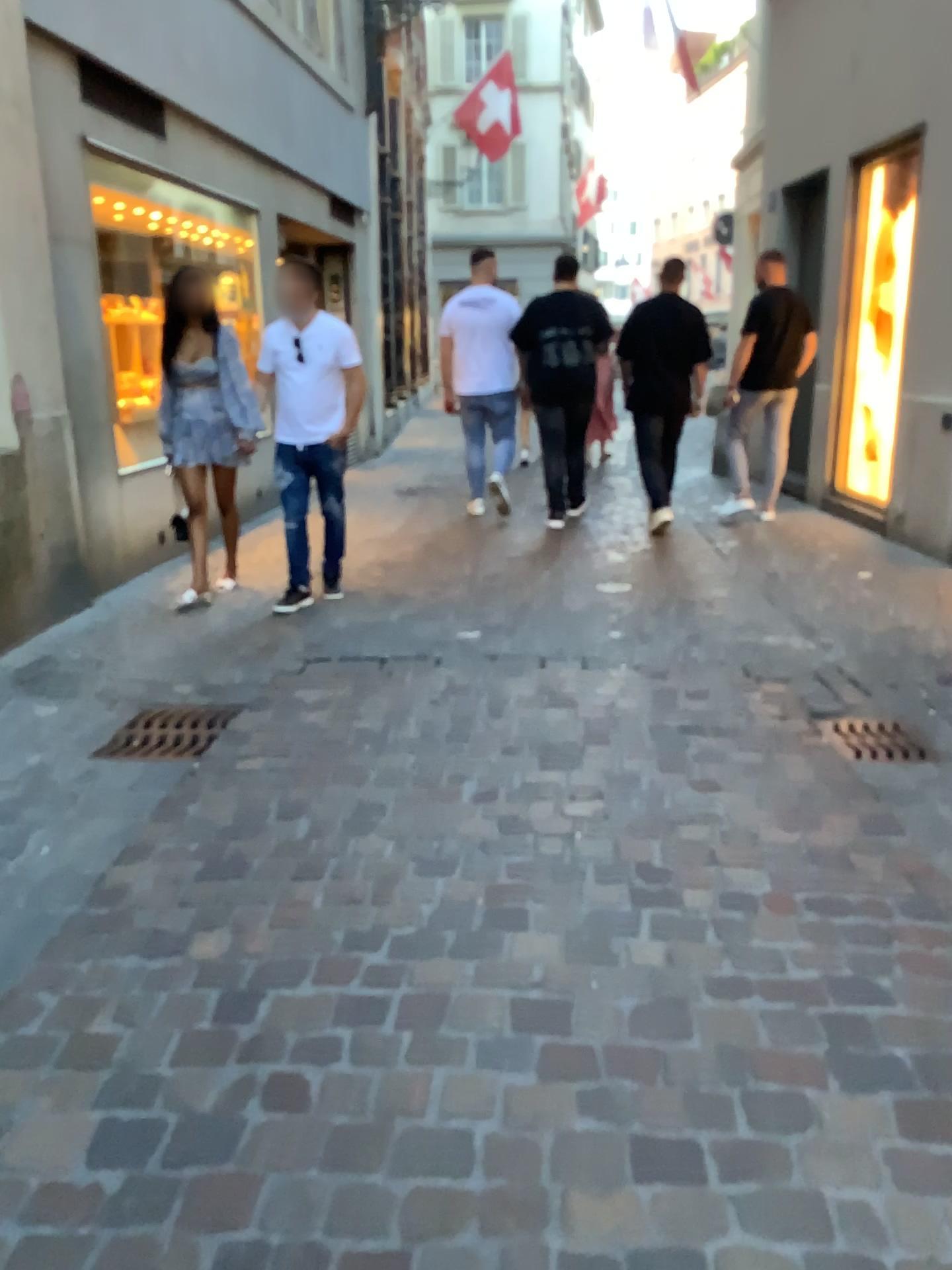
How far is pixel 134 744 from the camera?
3.4 meters

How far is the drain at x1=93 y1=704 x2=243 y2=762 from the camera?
3.4 meters

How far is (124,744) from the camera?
3.4 meters

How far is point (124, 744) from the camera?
3.4m

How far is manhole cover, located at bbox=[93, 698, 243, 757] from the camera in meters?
3.4 m

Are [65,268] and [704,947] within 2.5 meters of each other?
no

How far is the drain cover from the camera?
3.4 meters
